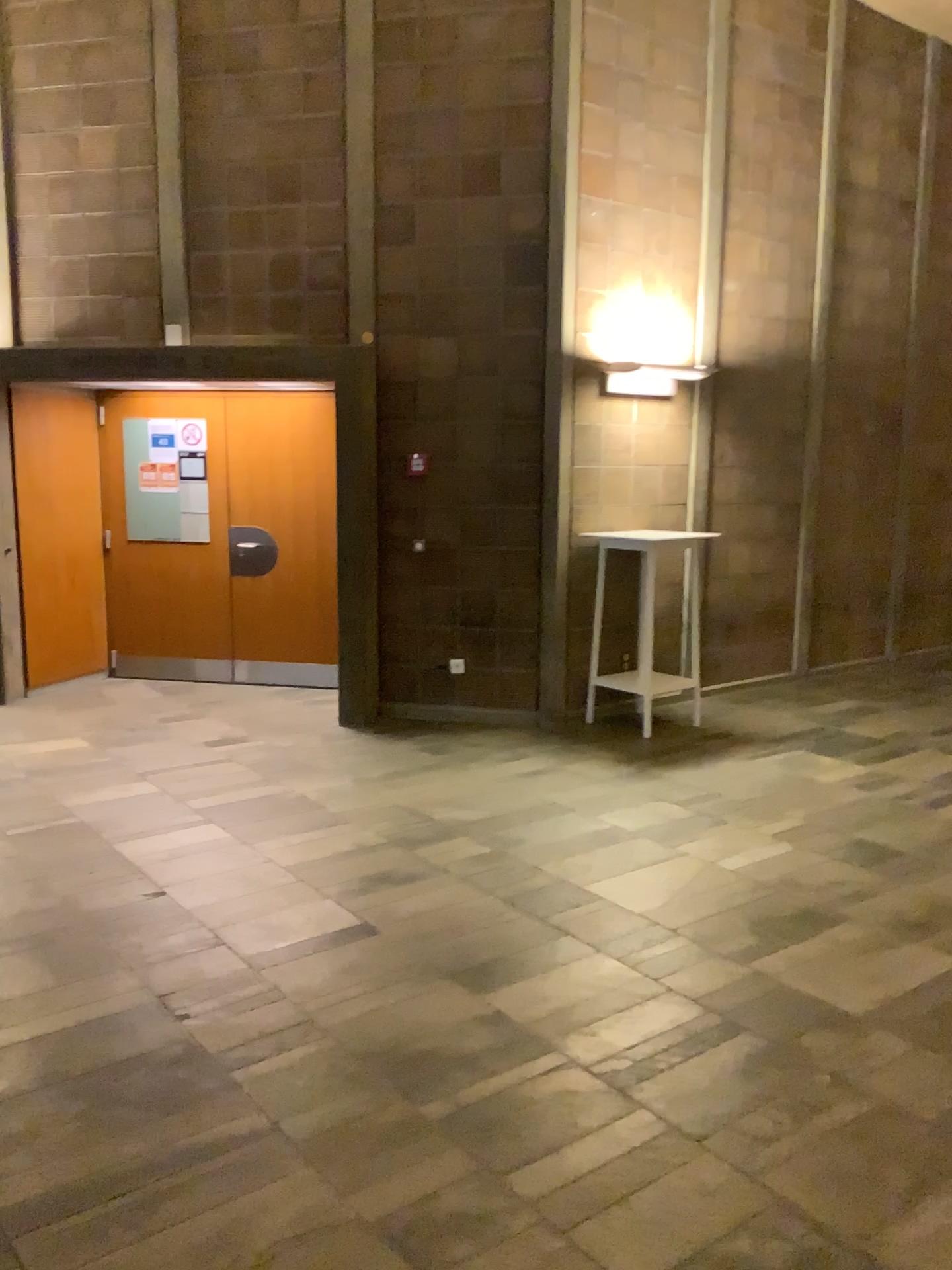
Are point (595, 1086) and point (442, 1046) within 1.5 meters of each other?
yes
